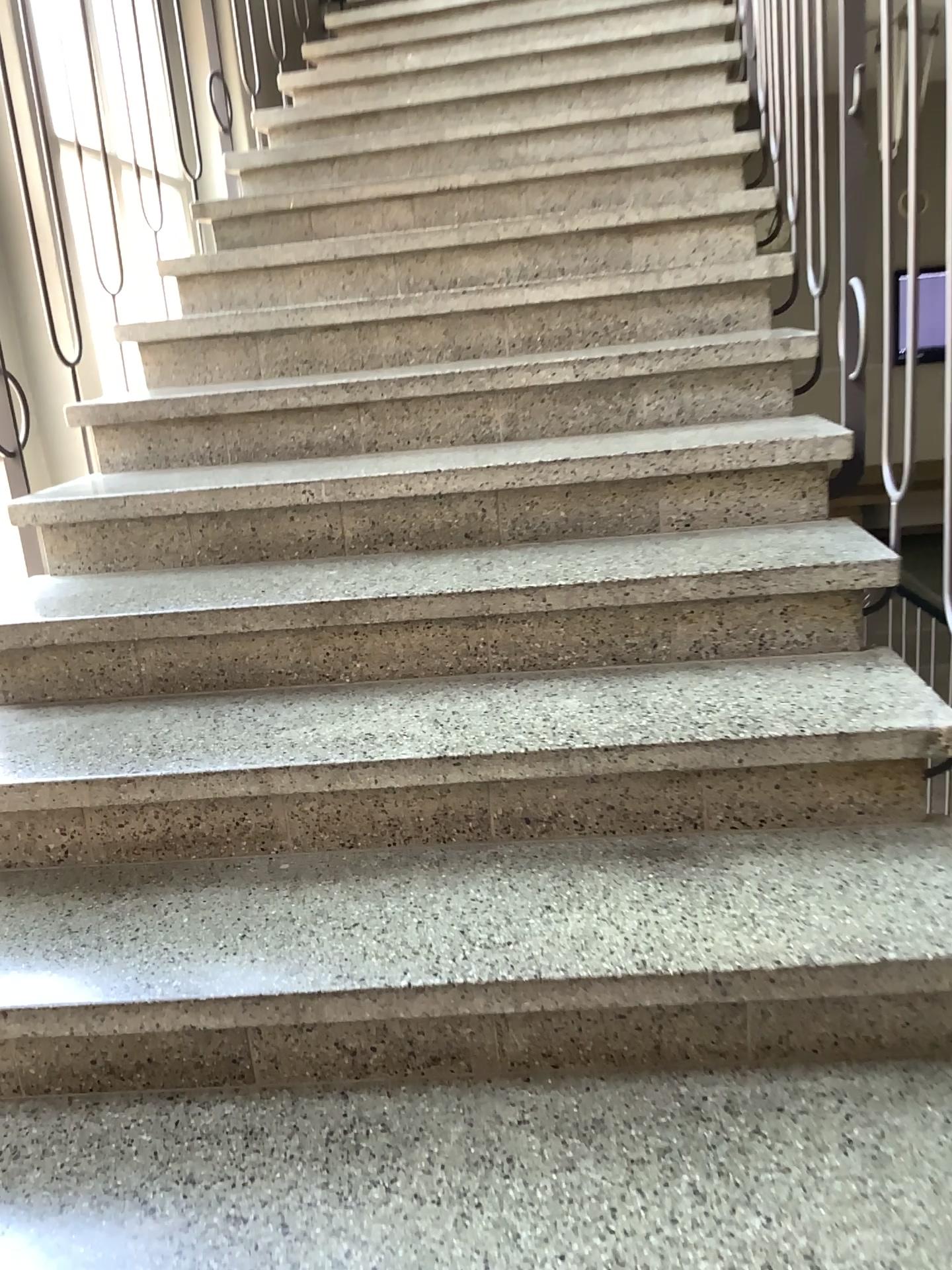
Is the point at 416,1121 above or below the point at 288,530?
below
